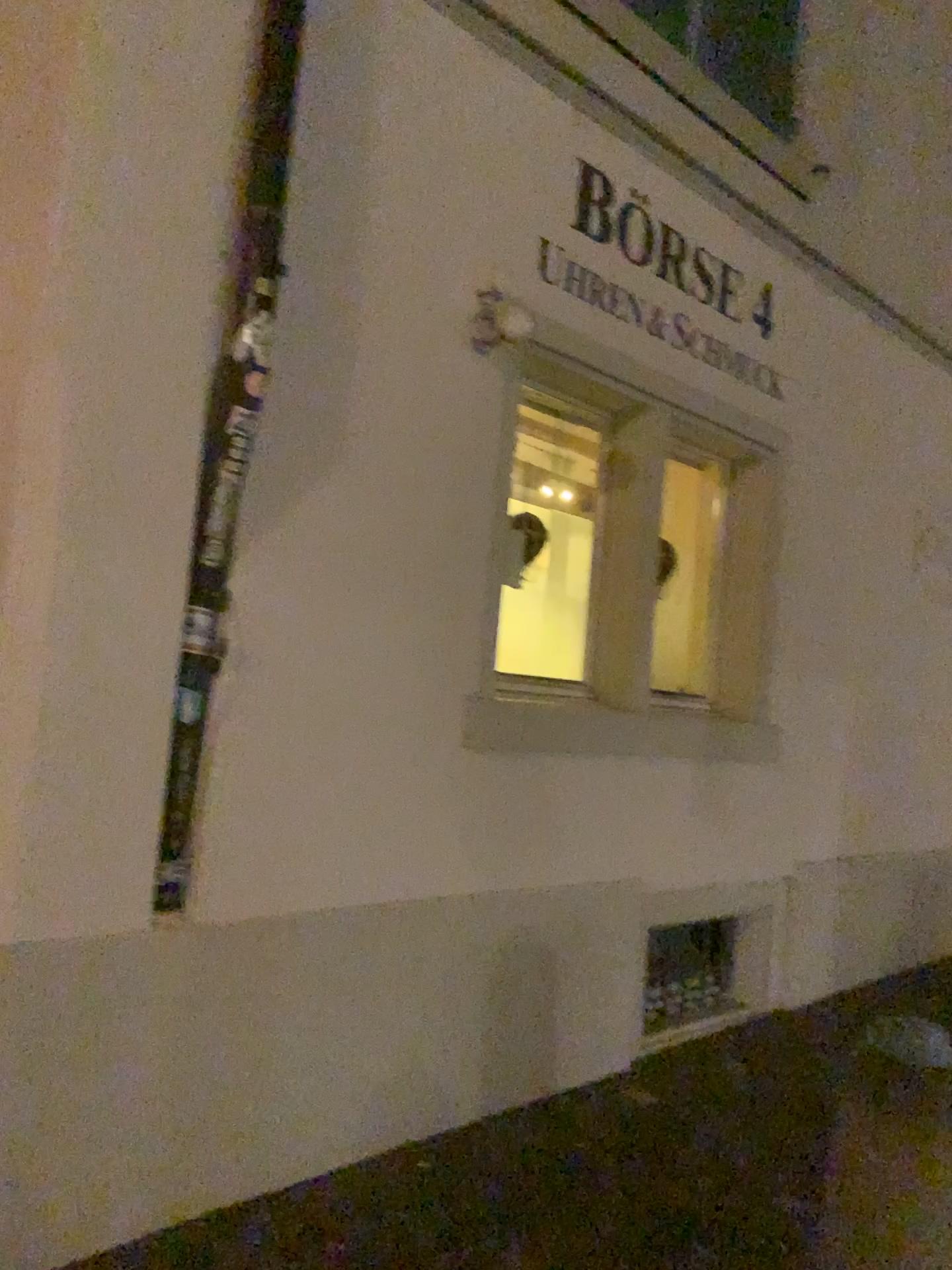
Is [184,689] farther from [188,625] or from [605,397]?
[605,397]

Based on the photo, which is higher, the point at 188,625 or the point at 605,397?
the point at 605,397

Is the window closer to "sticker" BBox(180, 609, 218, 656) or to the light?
the light

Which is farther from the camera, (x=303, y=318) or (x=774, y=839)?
(x=774, y=839)

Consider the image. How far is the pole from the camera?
2.73m

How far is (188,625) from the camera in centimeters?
273cm

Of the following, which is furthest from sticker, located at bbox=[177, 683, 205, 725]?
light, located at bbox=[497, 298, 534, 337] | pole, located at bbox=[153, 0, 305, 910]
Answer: light, located at bbox=[497, 298, 534, 337]

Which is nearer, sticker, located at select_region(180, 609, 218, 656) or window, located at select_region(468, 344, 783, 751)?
sticker, located at select_region(180, 609, 218, 656)

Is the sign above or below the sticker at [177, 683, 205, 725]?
above

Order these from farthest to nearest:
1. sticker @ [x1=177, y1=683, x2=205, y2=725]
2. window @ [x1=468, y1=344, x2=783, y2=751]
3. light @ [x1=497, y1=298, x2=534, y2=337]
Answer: window @ [x1=468, y1=344, x2=783, y2=751], light @ [x1=497, y1=298, x2=534, y2=337], sticker @ [x1=177, y1=683, x2=205, y2=725]
